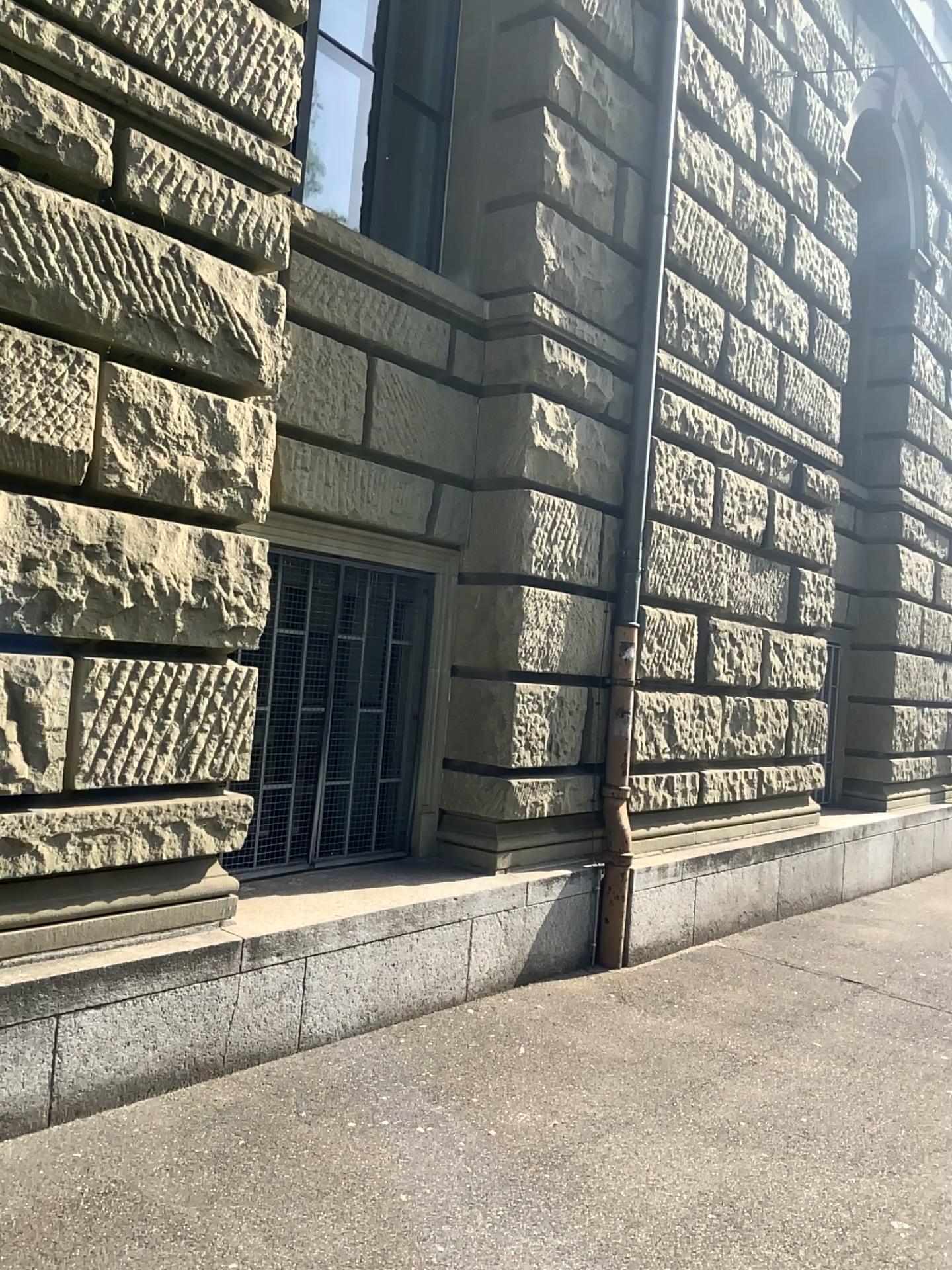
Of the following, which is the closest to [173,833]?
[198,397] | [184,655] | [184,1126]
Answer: [184,655]
